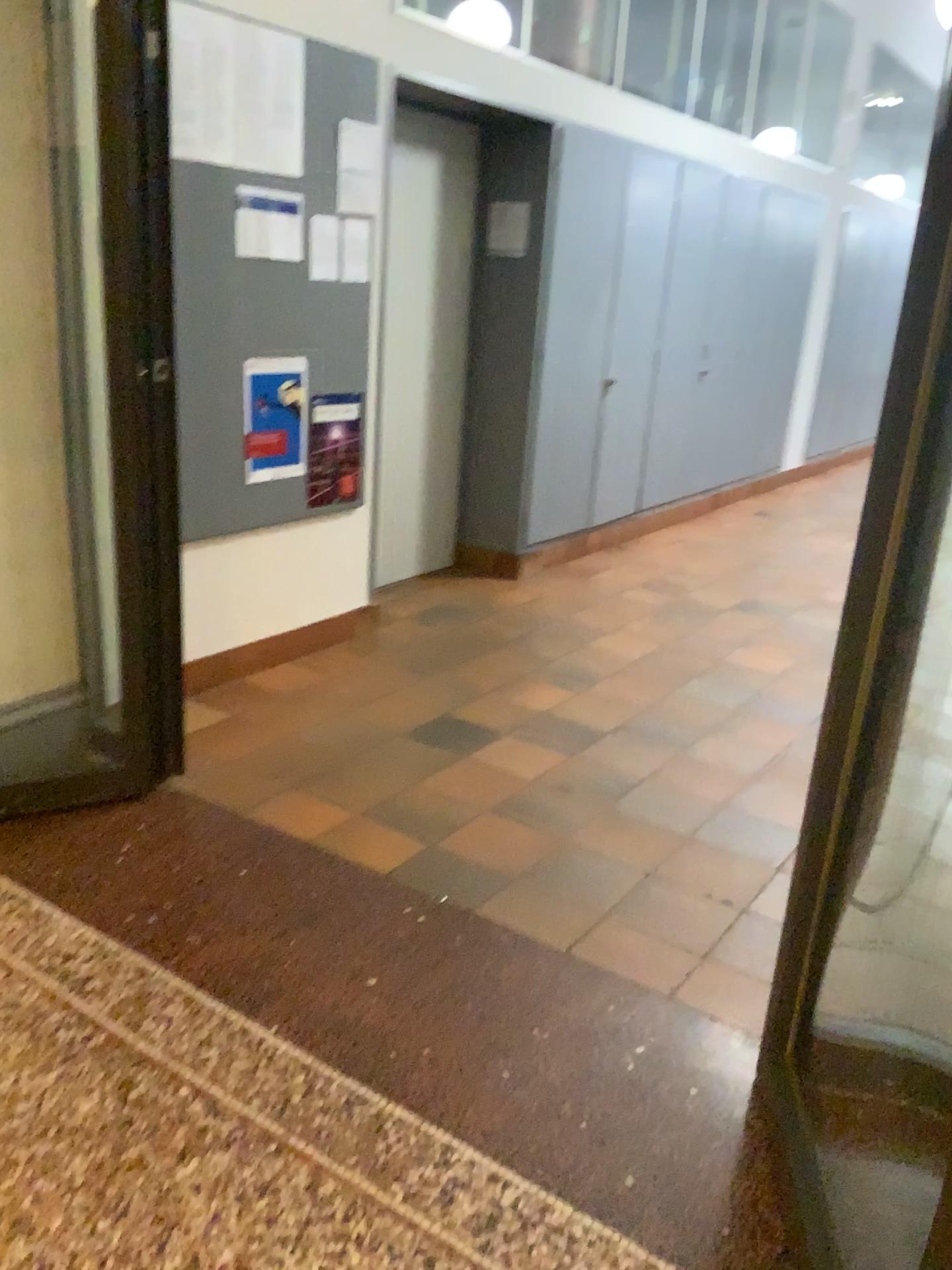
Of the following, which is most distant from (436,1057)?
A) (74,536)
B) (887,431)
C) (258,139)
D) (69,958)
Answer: (258,139)

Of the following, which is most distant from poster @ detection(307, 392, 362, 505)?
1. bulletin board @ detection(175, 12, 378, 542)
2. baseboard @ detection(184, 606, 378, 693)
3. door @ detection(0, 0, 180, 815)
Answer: door @ detection(0, 0, 180, 815)

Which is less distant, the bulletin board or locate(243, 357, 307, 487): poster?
the bulletin board

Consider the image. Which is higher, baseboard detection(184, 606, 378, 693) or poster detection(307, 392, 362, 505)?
poster detection(307, 392, 362, 505)

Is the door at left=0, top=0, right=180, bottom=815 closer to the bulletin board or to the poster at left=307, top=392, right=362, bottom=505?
the bulletin board

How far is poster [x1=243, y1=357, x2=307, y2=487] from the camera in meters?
3.7 m

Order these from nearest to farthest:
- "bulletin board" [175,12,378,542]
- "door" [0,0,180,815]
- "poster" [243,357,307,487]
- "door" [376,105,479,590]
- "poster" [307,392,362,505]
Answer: "door" [0,0,180,815], "bulletin board" [175,12,378,542], "poster" [243,357,307,487], "poster" [307,392,362,505], "door" [376,105,479,590]

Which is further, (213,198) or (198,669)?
(198,669)

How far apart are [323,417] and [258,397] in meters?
0.4 m

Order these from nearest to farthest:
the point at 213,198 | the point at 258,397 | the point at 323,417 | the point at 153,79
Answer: the point at 153,79 < the point at 213,198 < the point at 258,397 < the point at 323,417
